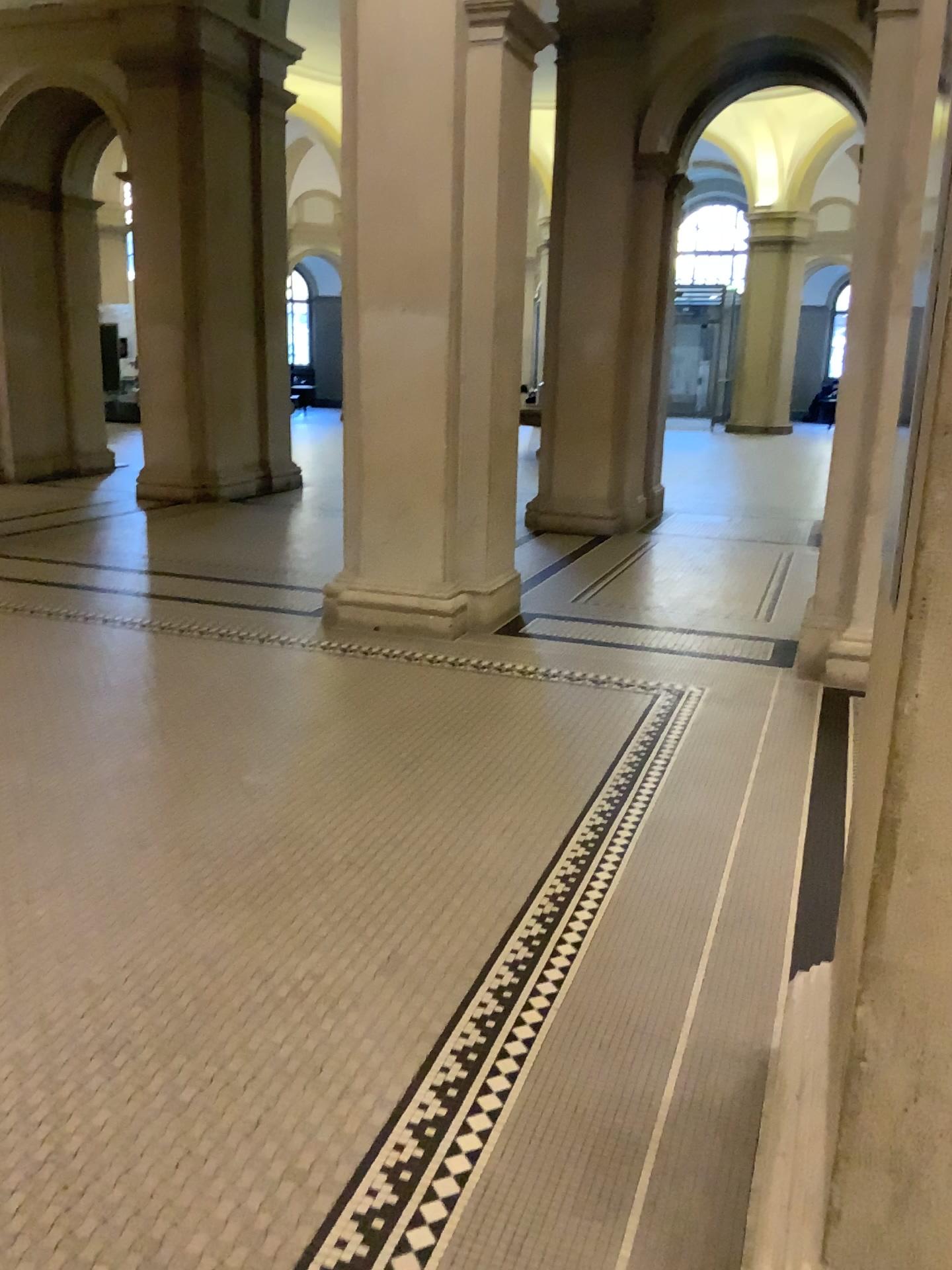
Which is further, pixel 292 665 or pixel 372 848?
pixel 292 665
